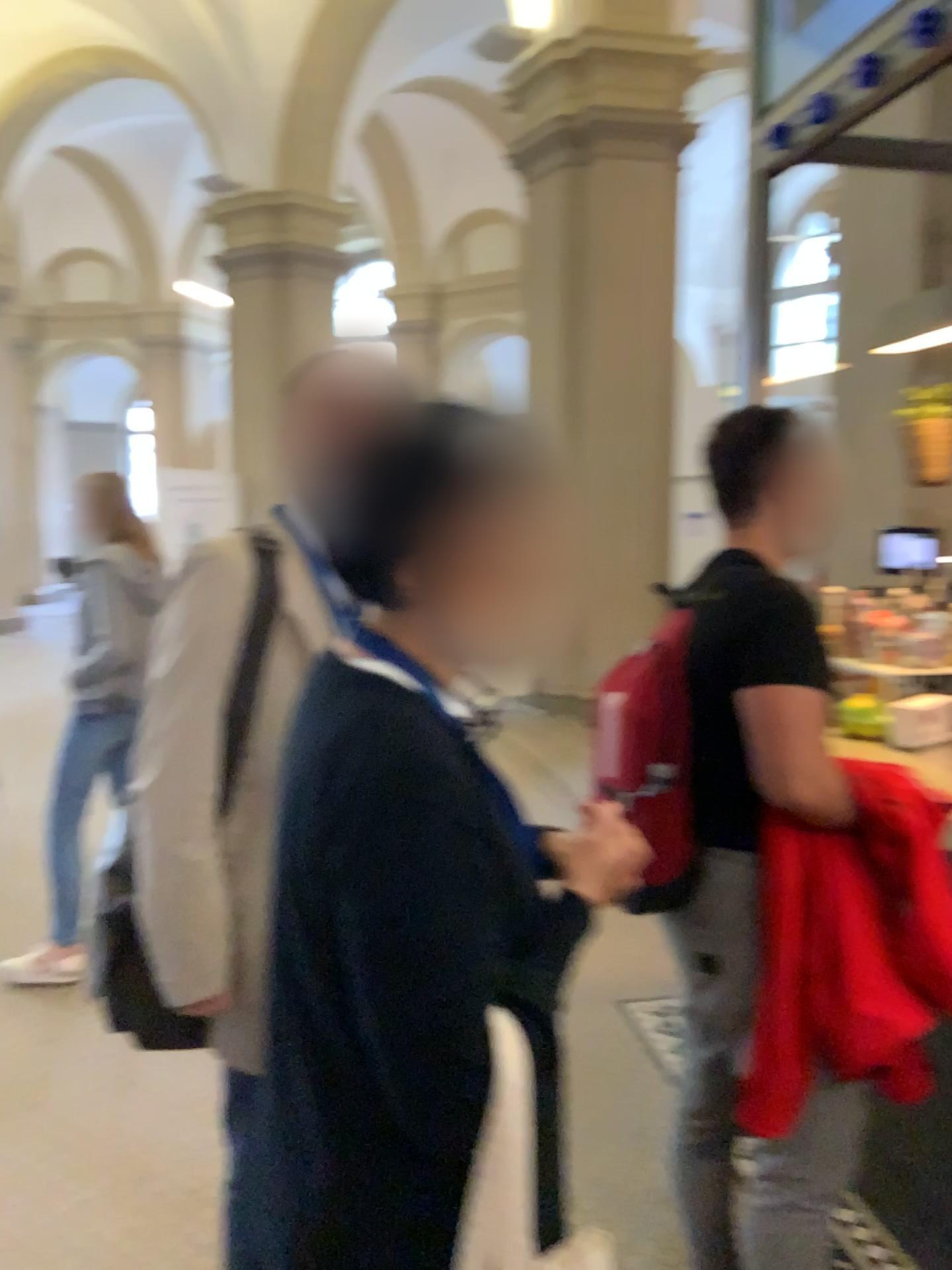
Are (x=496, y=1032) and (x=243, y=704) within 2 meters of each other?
yes

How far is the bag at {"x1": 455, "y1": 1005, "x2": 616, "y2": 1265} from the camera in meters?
0.9 m

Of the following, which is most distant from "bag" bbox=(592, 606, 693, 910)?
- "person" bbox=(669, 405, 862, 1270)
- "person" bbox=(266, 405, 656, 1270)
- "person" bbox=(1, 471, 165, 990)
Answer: "person" bbox=(1, 471, 165, 990)

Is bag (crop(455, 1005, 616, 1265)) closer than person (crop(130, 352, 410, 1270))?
Yes

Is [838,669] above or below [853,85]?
below

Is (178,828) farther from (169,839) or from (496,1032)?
(496,1032)

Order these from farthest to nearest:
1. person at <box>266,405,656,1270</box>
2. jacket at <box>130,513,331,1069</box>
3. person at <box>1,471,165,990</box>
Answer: person at <box>1,471,165,990</box> < jacket at <box>130,513,331,1069</box> < person at <box>266,405,656,1270</box>

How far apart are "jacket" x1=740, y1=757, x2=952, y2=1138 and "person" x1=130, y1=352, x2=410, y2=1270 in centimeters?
75cm

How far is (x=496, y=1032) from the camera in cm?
87

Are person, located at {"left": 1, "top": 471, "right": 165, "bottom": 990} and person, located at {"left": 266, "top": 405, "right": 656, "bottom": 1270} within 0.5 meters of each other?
no
